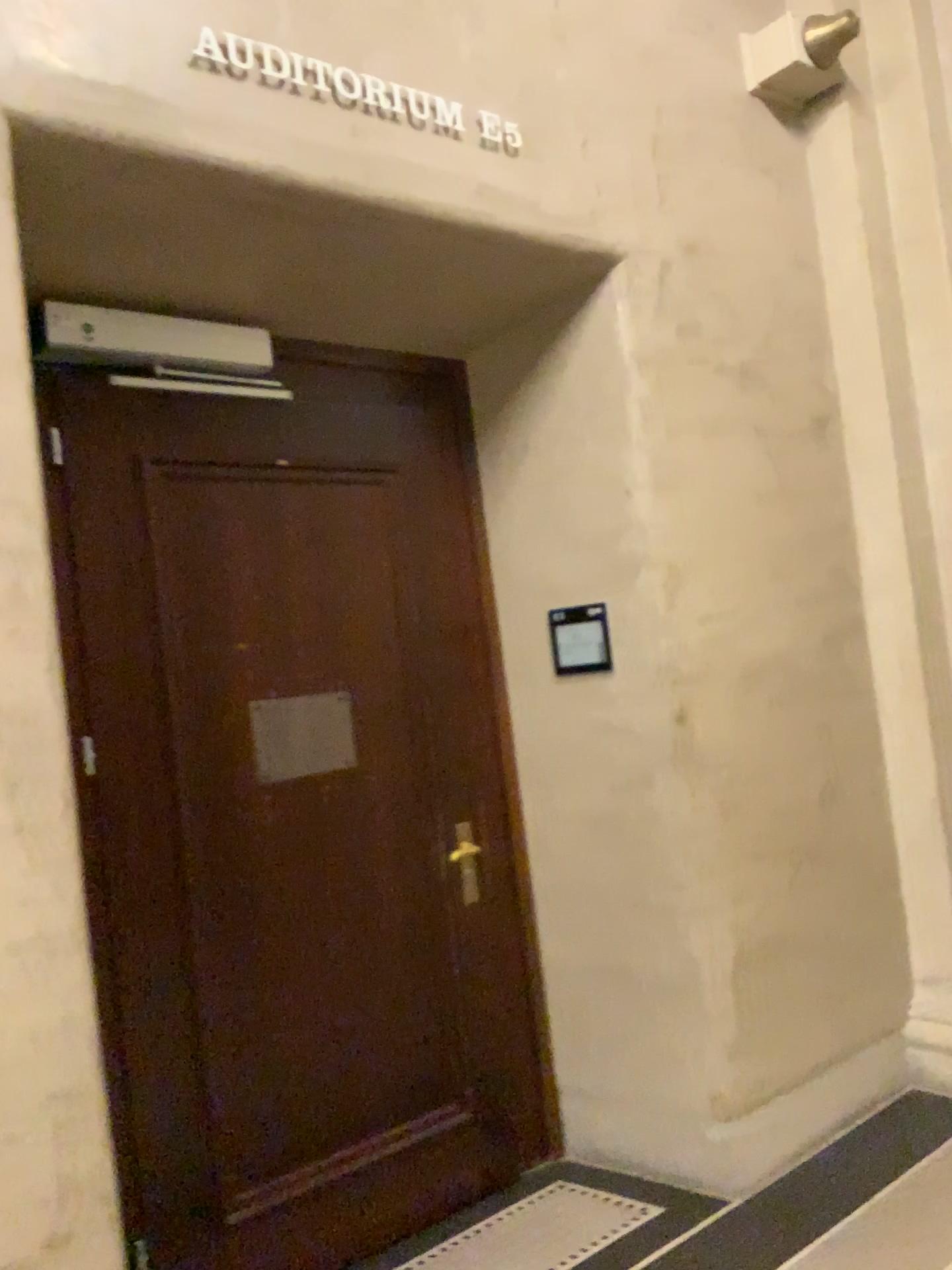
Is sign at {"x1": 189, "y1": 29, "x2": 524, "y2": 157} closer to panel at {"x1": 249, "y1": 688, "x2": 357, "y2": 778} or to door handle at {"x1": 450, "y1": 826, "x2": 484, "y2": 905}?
panel at {"x1": 249, "y1": 688, "x2": 357, "y2": 778}

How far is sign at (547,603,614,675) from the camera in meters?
3.2

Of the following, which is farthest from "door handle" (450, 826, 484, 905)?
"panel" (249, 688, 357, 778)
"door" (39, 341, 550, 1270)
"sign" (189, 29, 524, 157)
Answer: "sign" (189, 29, 524, 157)

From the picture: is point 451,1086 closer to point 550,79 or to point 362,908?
point 362,908

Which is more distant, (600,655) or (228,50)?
(600,655)

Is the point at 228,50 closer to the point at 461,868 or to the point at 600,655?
the point at 600,655

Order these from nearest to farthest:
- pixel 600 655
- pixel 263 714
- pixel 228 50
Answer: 1. pixel 228 50
2. pixel 263 714
3. pixel 600 655

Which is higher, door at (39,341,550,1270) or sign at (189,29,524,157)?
sign at (189,29,524,157)

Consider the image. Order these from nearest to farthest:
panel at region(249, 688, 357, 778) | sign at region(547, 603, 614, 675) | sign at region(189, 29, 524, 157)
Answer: sign at region(189, 29, 524, 157) → panel at region(249, 688, 357, 778) → sign at region(547, 603, 614, 675)

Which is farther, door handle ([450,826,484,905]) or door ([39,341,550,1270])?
door handle ([450,826,484,905])
